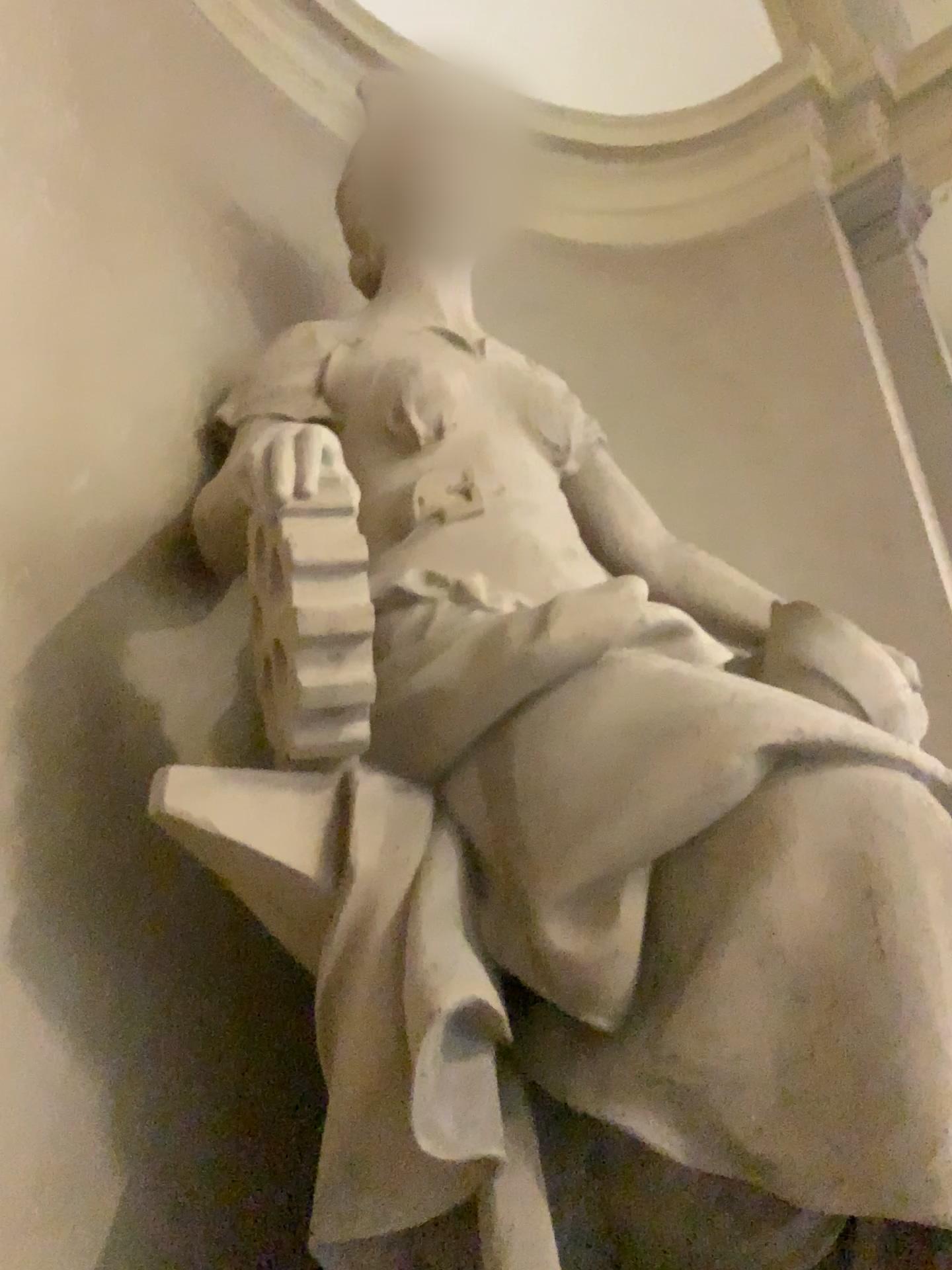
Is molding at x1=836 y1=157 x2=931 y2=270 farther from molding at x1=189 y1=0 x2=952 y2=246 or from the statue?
the statue

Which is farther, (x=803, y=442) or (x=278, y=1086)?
(x=803, y=442)

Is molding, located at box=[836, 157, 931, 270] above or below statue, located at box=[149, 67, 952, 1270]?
above

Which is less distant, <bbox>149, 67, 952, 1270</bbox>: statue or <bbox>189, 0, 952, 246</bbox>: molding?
<bbox>149, 67, 952, 1270</bbox>: statue

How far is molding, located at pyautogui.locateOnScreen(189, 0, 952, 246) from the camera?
4.1m

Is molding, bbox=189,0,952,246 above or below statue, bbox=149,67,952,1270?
above

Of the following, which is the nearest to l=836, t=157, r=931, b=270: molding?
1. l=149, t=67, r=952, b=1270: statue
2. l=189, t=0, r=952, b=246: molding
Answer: l=189, t=0, r=952, b=246: molding

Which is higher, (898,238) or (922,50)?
(922,50)

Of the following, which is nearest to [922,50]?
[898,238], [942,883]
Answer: [898,238]

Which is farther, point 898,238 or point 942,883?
point 898,238
